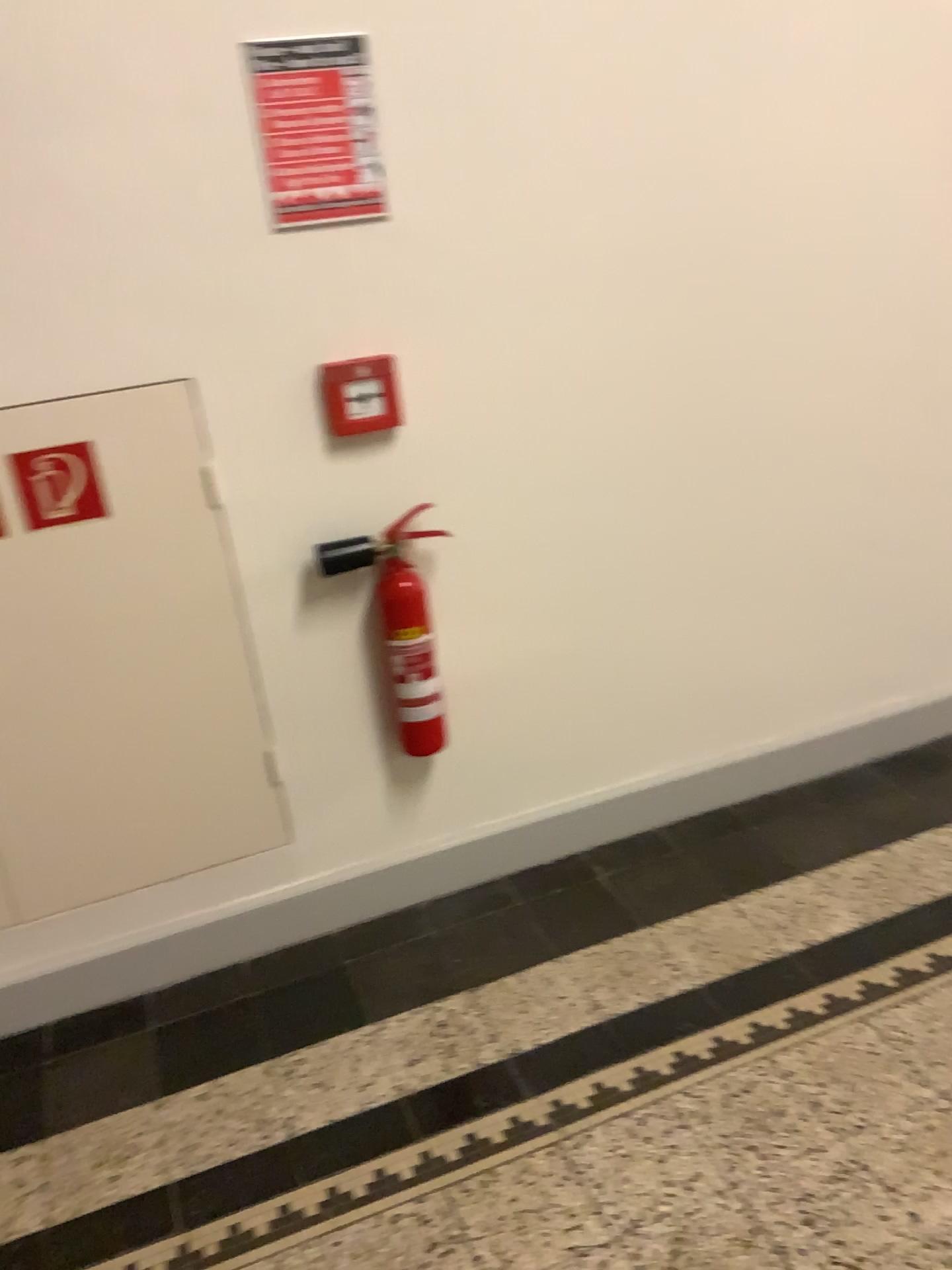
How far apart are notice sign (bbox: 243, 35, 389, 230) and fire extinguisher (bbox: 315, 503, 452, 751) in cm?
57

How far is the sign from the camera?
1.88m

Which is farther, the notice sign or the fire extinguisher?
the fire extinguisher

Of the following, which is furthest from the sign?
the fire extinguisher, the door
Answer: the fire extinguisher

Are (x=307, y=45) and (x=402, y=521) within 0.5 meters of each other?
no

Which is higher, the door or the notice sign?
the notice sign

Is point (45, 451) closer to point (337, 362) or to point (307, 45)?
point (337, 362)

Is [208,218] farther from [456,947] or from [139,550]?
[456,947]

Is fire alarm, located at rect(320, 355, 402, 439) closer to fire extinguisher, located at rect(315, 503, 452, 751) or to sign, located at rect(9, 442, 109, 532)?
fire extinguisher, located at rect(315, 503, 452, 751)

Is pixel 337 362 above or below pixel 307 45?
below
